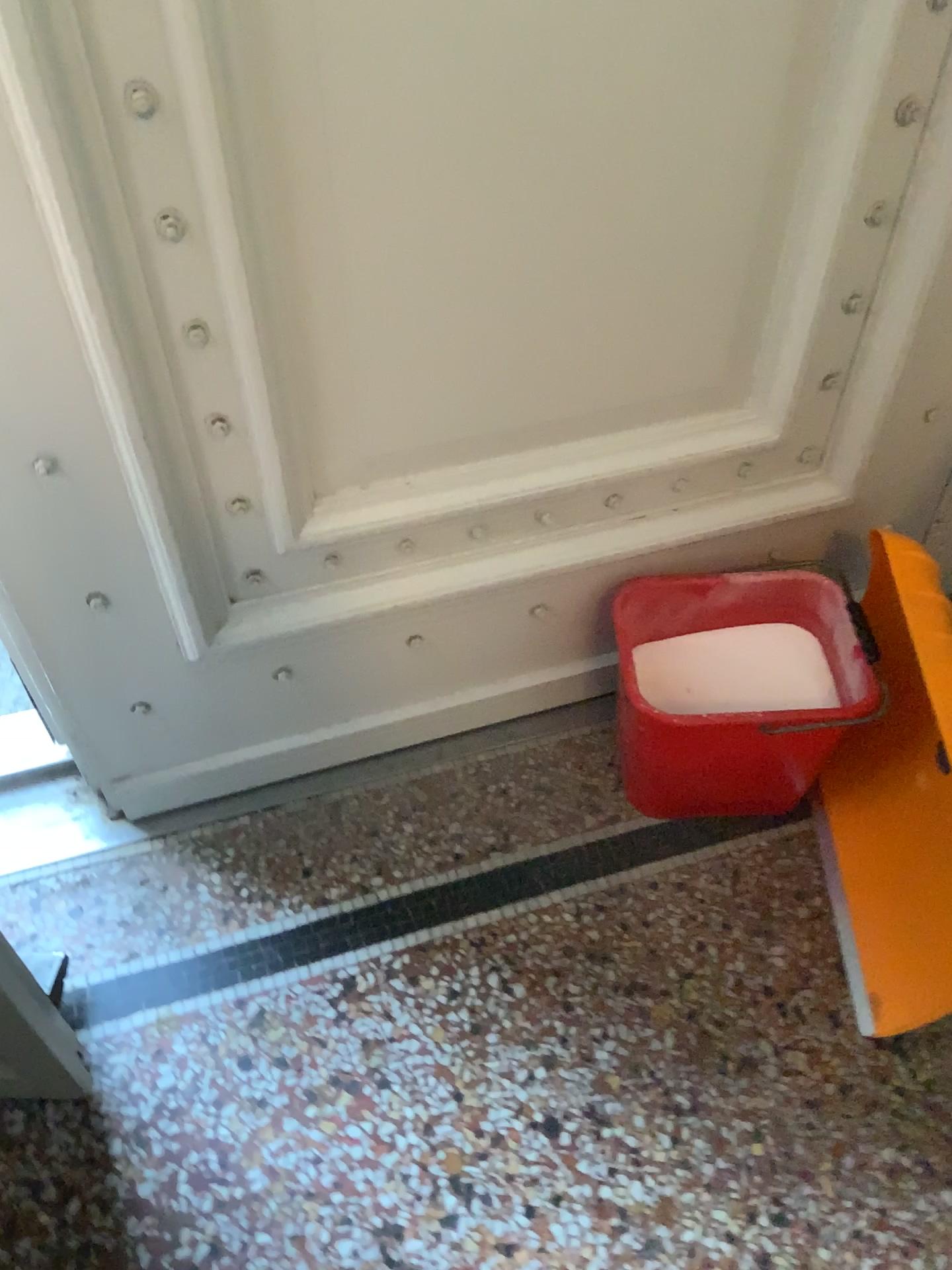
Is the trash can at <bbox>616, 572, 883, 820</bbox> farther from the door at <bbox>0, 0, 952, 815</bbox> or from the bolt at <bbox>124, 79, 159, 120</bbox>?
the bolt at <bbox>124, 79, 159, 120</bbox>

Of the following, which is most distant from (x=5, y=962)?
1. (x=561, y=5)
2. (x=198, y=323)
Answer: (x=561, y=5)

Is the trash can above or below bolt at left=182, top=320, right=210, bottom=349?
below

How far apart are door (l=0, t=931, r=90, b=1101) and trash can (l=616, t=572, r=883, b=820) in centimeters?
71cm

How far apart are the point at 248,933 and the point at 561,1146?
0.5 meters

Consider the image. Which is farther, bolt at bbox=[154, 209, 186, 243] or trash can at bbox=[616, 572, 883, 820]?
trash can at bbox=[616, 572, 883, 820]

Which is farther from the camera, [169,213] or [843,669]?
[843,669]

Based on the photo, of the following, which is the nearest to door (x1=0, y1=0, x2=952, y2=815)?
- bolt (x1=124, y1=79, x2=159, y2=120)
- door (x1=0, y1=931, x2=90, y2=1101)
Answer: bolt (x1=124, y1=79, x2=159, y2=120)

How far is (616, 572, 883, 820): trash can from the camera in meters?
1.3 m

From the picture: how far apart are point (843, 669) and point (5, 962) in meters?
1.0
